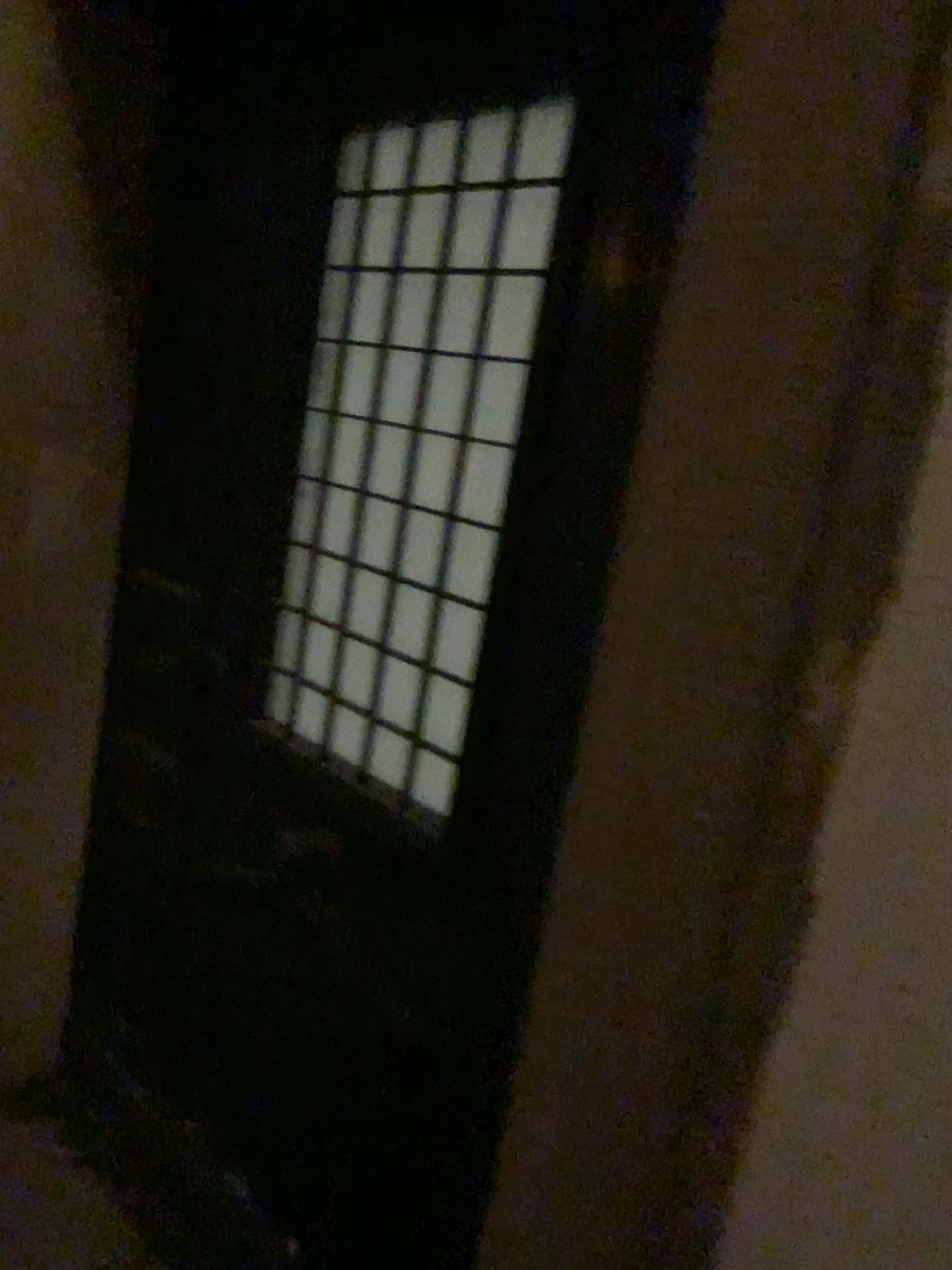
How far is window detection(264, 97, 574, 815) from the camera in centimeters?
128cm

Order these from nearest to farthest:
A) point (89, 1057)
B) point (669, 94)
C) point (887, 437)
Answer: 1. point (887, 437)
2. point (669, 94)
3. point (89, 1057)

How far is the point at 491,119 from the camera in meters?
1.3 m
